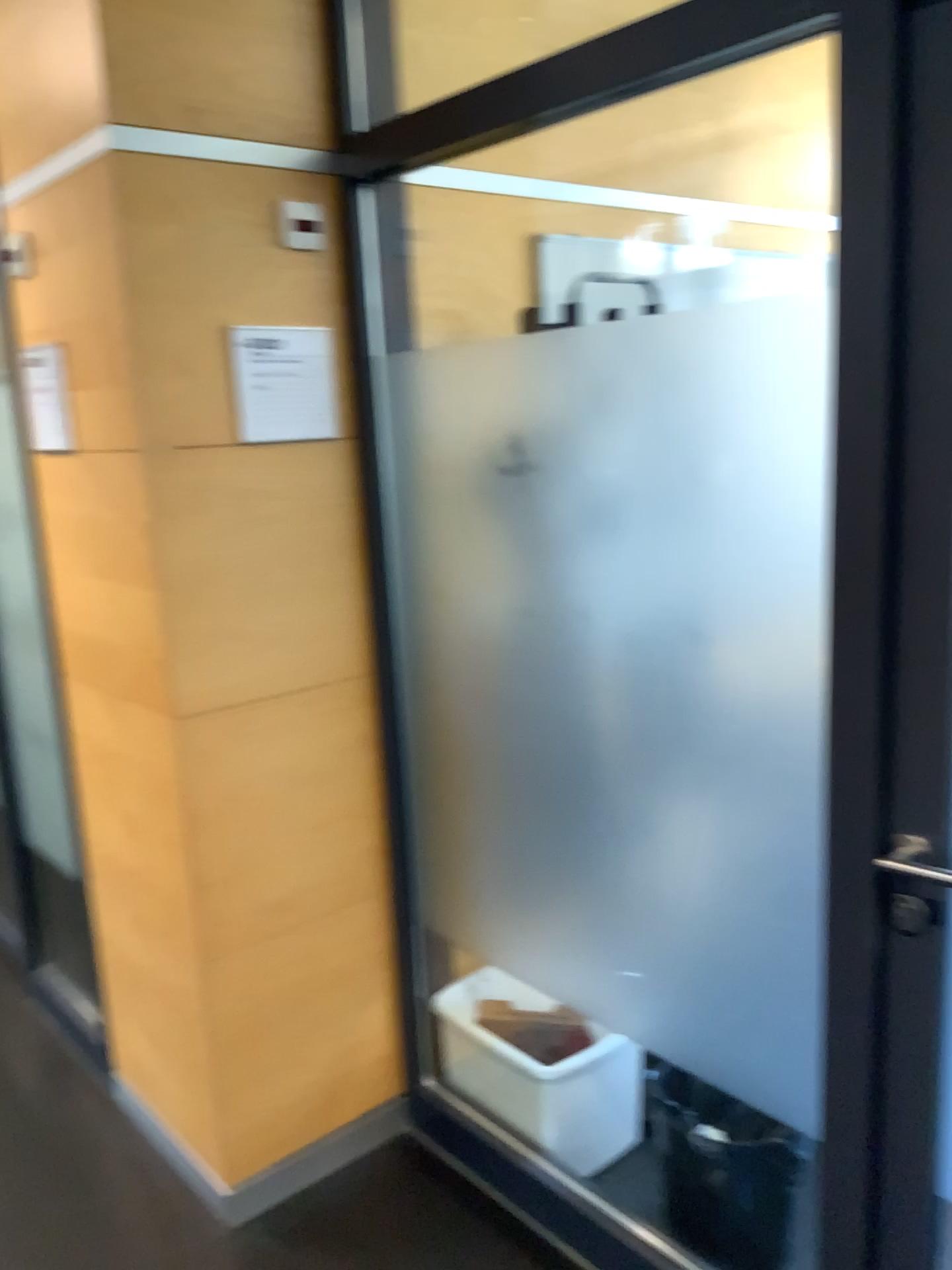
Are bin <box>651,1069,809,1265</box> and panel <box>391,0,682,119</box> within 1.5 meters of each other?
no

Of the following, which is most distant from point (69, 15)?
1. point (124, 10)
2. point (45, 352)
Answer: point (45, 352)

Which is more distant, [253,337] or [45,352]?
[45,352]

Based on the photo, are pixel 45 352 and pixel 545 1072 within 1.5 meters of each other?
no

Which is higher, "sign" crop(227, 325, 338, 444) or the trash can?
"sign" crop(227, 325, 338, 444)

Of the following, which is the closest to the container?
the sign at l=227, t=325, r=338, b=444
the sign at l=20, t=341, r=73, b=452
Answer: the sign at l=227, t=325, r=338, b=444

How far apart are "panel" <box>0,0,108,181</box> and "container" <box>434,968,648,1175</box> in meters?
1.9

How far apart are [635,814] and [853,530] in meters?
0.7 m

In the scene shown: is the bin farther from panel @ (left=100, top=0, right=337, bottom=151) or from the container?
panel @ (left=100, top=0, right=337, bottom=151)

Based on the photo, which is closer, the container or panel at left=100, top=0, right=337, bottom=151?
panel at left=100, top=0, right=337, bottom=151
